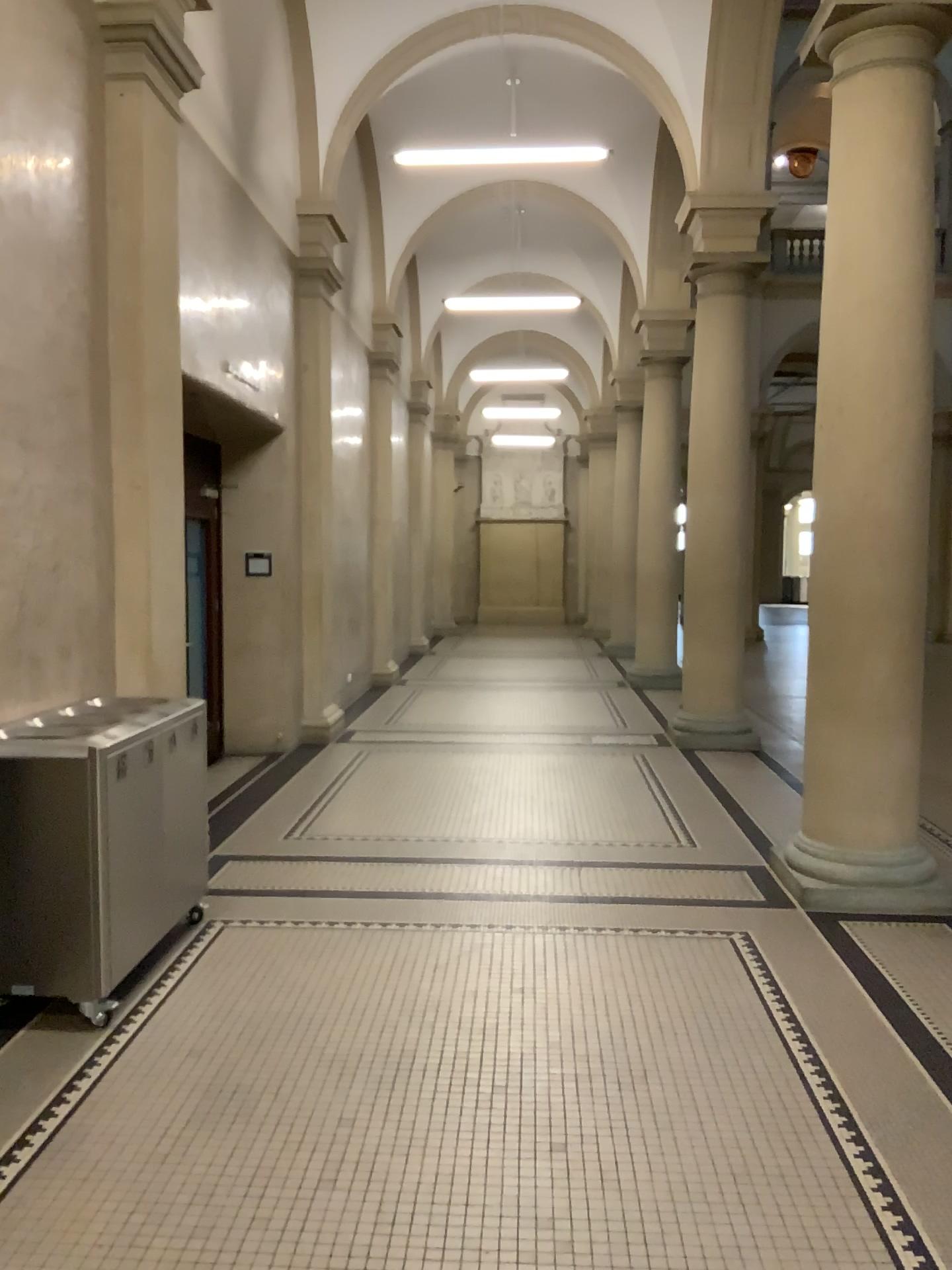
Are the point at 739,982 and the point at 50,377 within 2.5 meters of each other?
no
